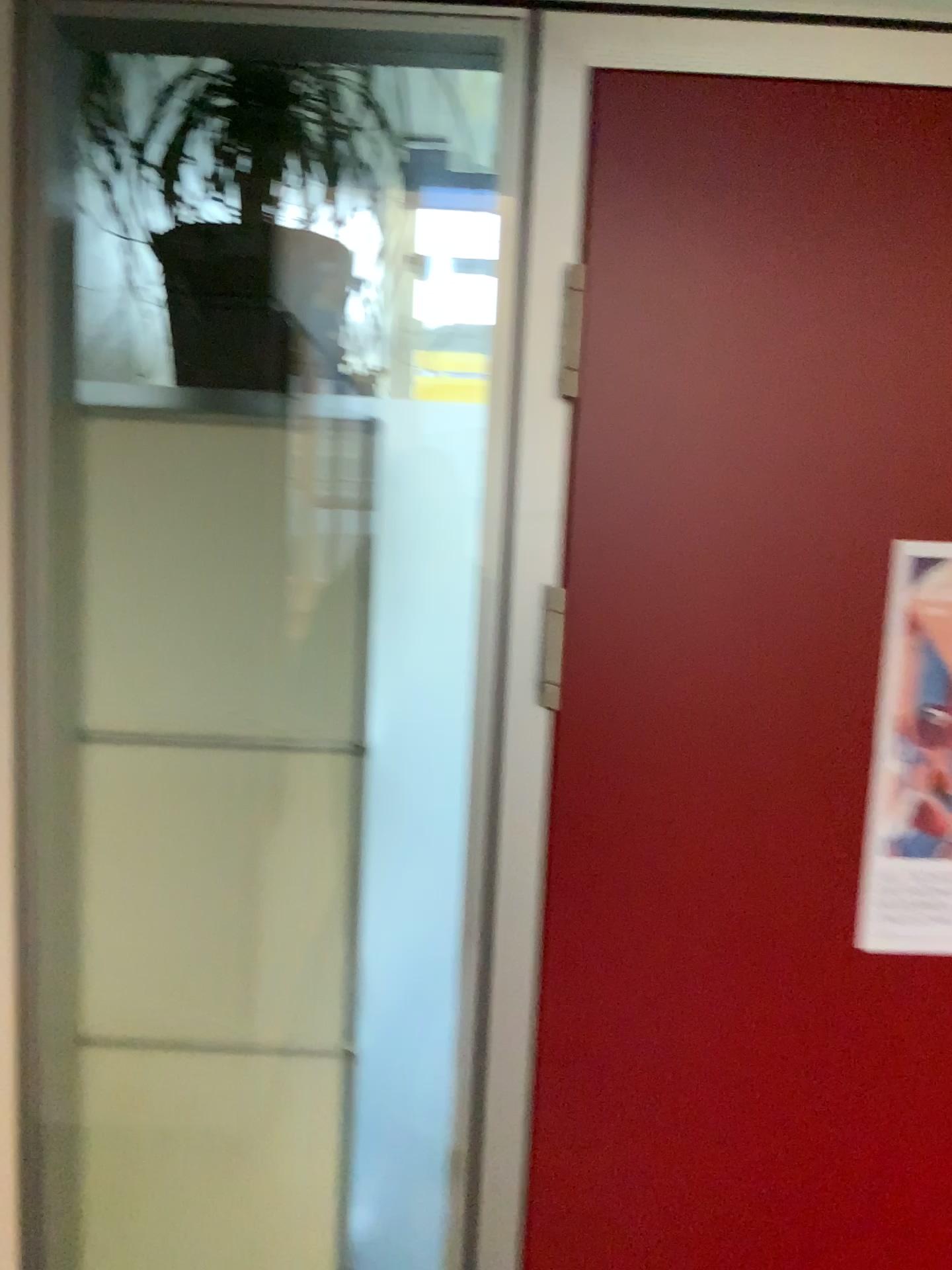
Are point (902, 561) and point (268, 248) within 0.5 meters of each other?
no

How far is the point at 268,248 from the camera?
1.26m

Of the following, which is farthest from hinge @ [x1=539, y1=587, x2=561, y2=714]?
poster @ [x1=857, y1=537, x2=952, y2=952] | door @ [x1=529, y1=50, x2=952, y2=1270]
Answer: poster @ [x1=857, y1=537, x2=952, y2=952]

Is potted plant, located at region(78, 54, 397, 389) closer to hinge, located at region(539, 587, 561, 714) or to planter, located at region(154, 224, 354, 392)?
planter, located at region(154, 224, 354, 392)

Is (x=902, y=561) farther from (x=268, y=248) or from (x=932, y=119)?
(x=268, y=248)

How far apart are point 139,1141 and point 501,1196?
0.4 meters

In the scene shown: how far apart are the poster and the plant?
0.8m

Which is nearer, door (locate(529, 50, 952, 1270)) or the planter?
door (locate(529, 50, 952, 1270))

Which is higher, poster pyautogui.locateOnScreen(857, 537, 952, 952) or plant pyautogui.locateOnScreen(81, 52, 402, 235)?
plant pyautogui.locateOnScreen(81, 52, 402, 235)

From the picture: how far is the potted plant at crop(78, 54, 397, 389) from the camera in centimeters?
123cm
